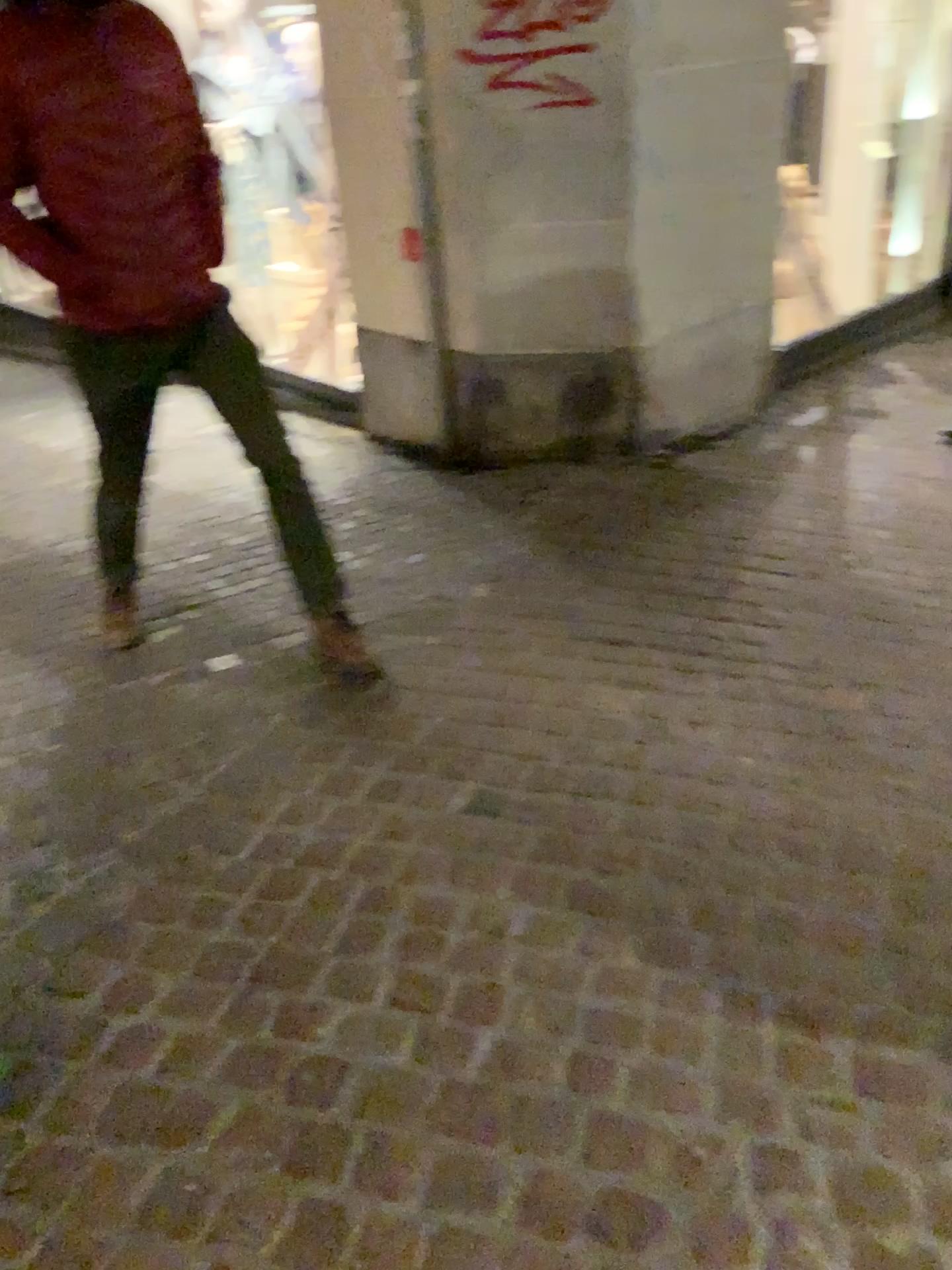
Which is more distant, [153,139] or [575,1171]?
[153,139]

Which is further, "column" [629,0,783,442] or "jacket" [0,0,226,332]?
"column" [629,0,783,442]

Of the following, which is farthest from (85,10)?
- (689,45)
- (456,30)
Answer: (689,45)

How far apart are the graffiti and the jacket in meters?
1.5 m

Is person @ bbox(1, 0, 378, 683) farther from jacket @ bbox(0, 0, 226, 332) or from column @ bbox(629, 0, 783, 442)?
column @ bbox(629, 0, 783, 442)

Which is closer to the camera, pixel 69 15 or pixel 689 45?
pixel 69 15

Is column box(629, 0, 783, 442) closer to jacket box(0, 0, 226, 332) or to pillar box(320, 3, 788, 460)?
pillar box(320, 3, 788, 460)

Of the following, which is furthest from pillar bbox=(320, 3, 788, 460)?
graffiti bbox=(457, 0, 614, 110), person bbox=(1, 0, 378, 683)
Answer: person bbox=(1, 0, 378, 683)

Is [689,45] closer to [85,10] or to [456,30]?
[456,30]

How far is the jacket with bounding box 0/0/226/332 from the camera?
2.2m
